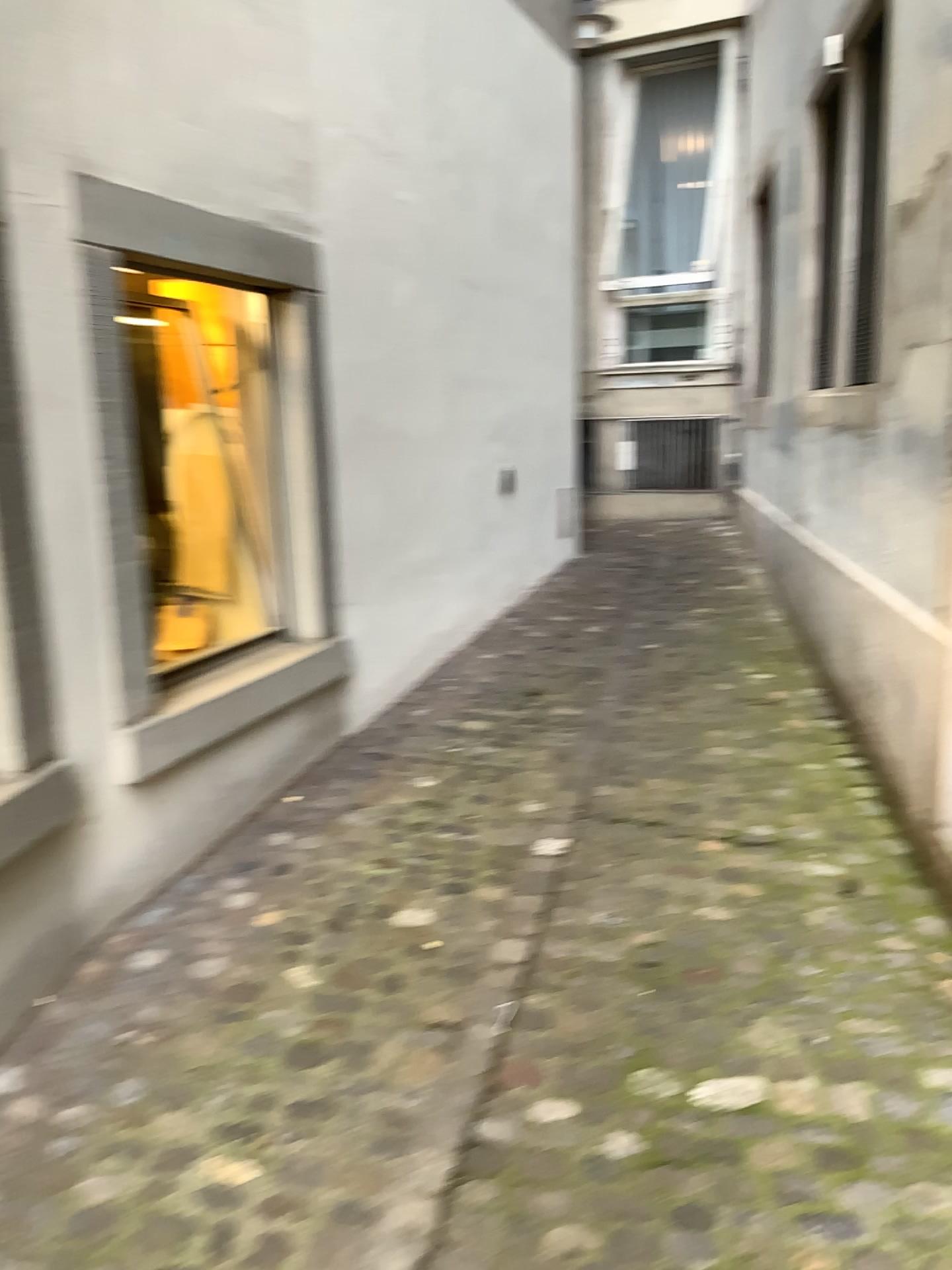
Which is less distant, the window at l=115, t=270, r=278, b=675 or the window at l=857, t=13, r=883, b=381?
the window at l=857, t=13, r=883, b=381

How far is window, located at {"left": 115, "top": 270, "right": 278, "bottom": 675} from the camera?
3.45m

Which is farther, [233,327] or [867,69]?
[233,327]

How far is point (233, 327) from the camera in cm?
345

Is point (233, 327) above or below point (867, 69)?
below

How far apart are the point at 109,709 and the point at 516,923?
1.1 meters
